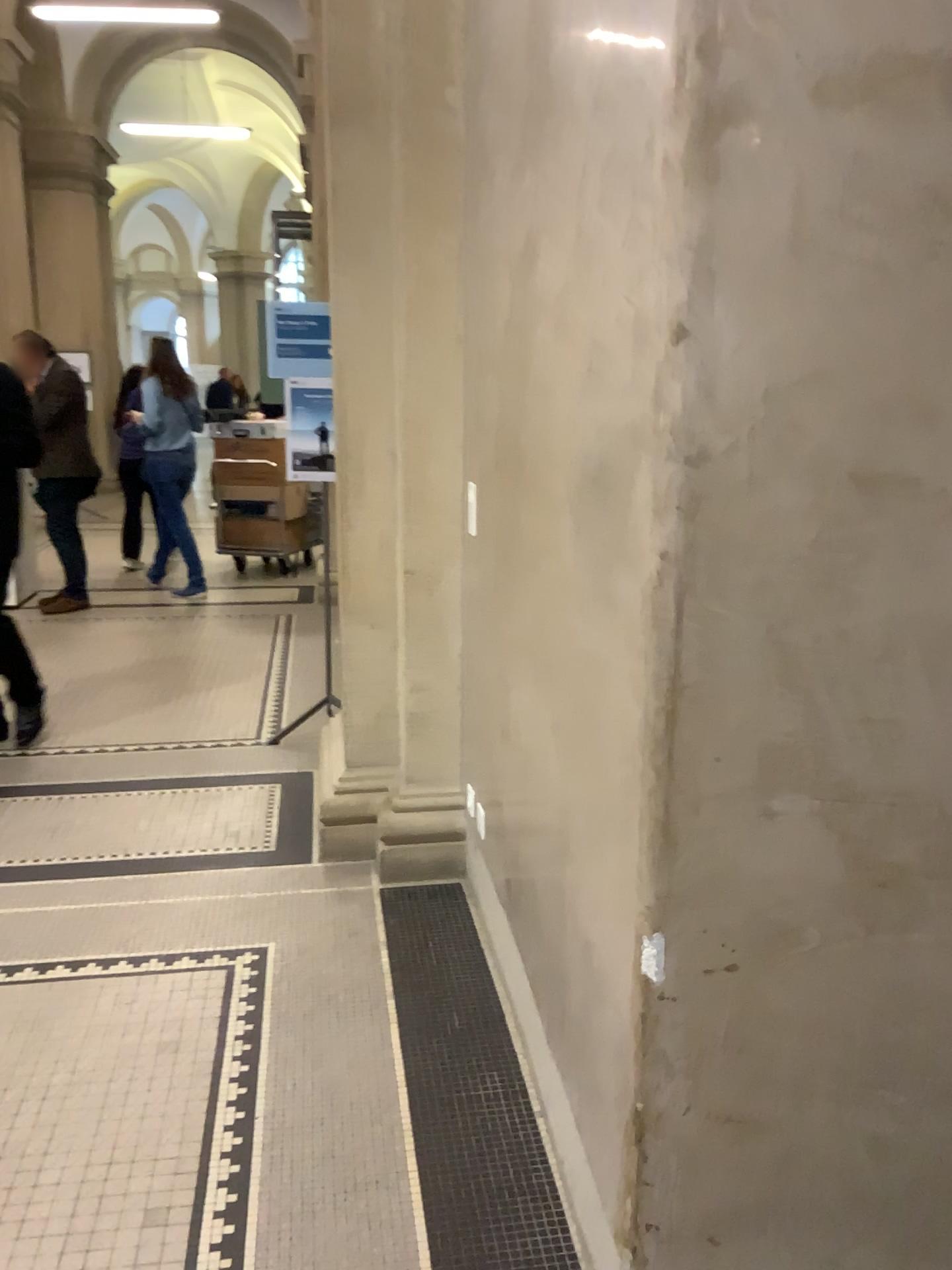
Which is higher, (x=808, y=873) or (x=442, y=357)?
(x=442, y=357)
